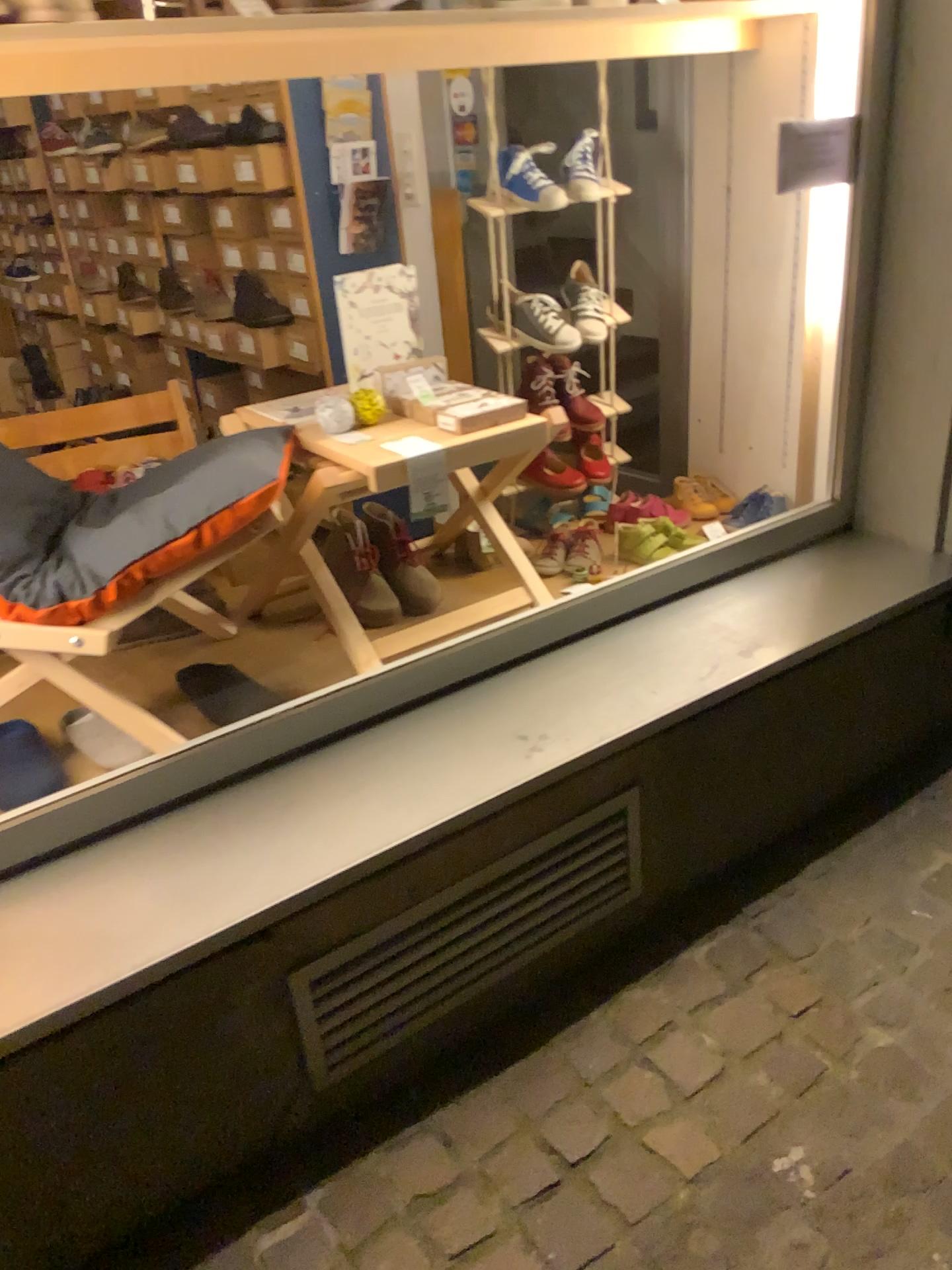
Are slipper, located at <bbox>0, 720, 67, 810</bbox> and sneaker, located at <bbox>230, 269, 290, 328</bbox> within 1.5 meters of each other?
no

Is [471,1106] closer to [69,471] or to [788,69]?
[69,471]

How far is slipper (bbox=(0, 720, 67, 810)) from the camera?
1.6 meters

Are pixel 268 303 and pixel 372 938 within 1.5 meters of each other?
no

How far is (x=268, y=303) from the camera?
3.3 meters

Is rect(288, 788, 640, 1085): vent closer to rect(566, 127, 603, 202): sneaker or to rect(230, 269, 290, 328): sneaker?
rect(566, 127, 603, 202): sneaker

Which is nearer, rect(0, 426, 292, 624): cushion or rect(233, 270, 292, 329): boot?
rect(0, 426, 292, 624): cushion

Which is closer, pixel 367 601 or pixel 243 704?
pixel 243 704

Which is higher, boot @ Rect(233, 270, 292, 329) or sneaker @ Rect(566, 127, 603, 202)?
sneaker @ Rect(566, 127, 603, 202)

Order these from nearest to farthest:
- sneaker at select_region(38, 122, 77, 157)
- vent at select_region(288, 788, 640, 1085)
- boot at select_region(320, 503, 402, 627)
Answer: vent at select_region(288, 788, 640, 1085) → boot at select_region(320, 503, 402, 627) → sneaker at select_region(38, 122, 77, 157)
